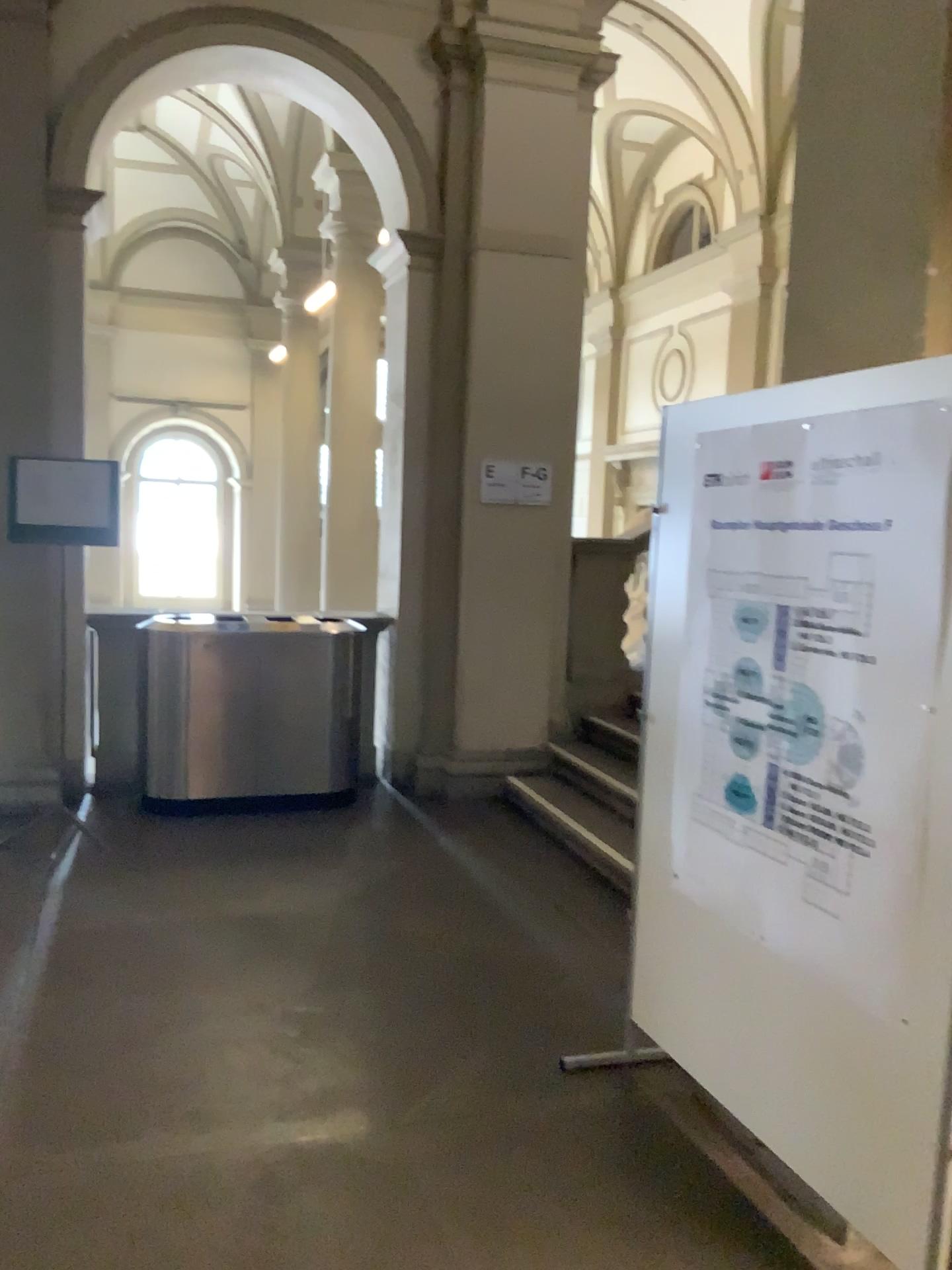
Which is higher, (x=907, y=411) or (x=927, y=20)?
(x=927, y=20)

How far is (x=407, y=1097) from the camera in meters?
2.9
